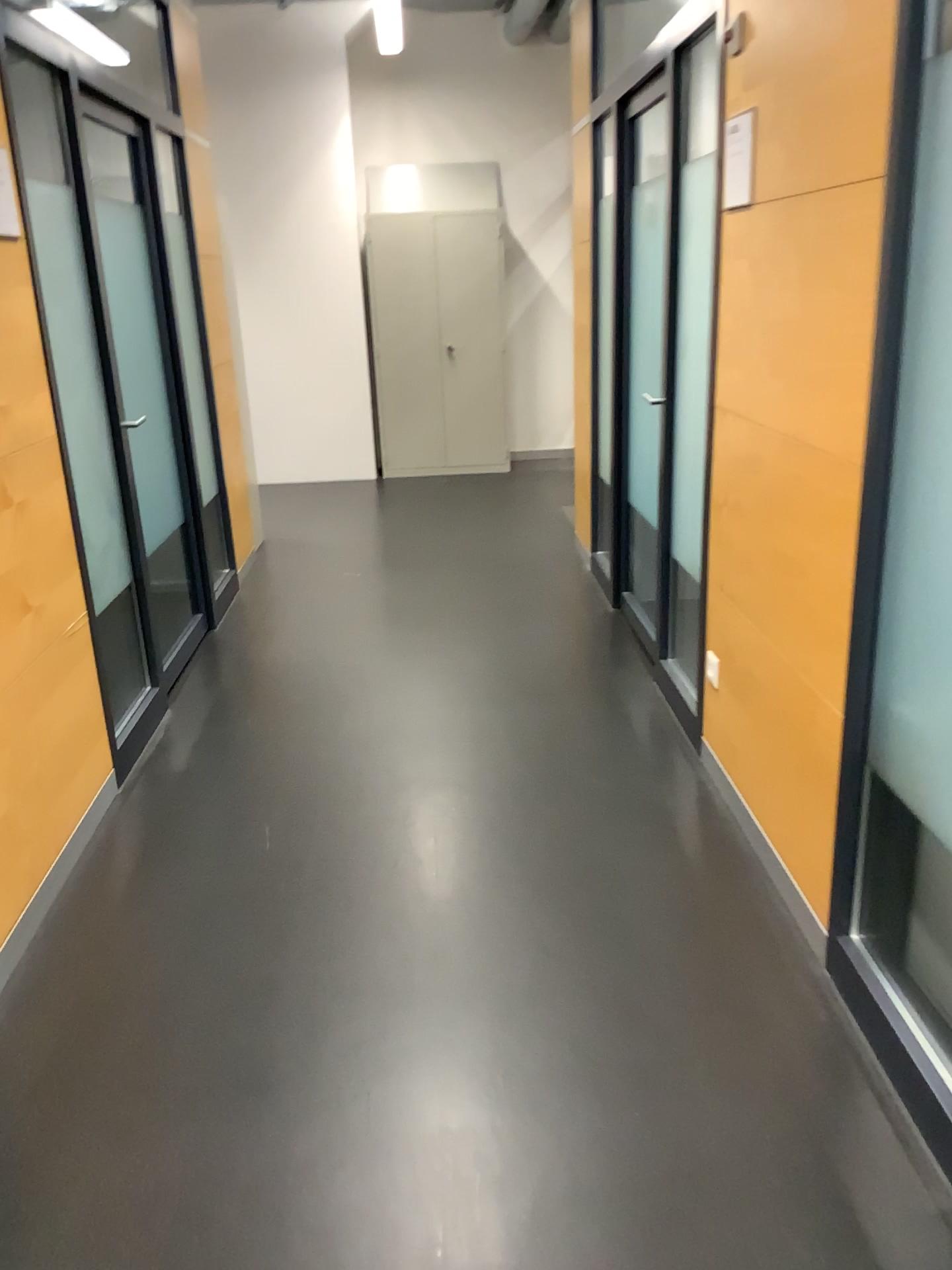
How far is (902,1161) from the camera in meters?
1.8

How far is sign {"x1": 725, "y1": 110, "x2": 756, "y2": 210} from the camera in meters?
2.5

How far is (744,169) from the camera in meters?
2.5 m
